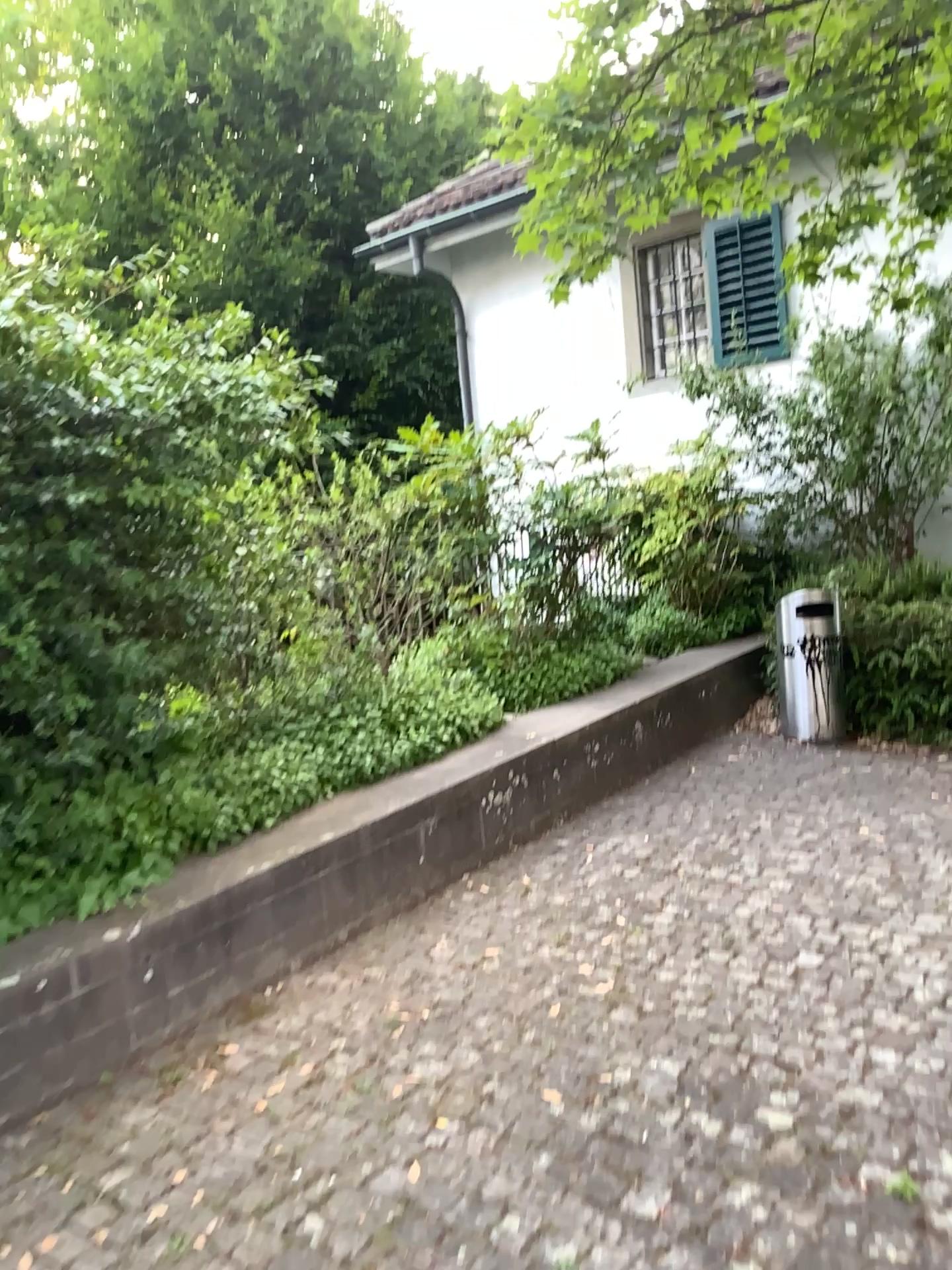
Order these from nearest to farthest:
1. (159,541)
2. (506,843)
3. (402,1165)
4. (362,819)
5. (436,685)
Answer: (402,1165), (159,541), (362,819), (506,843), (436,685)
